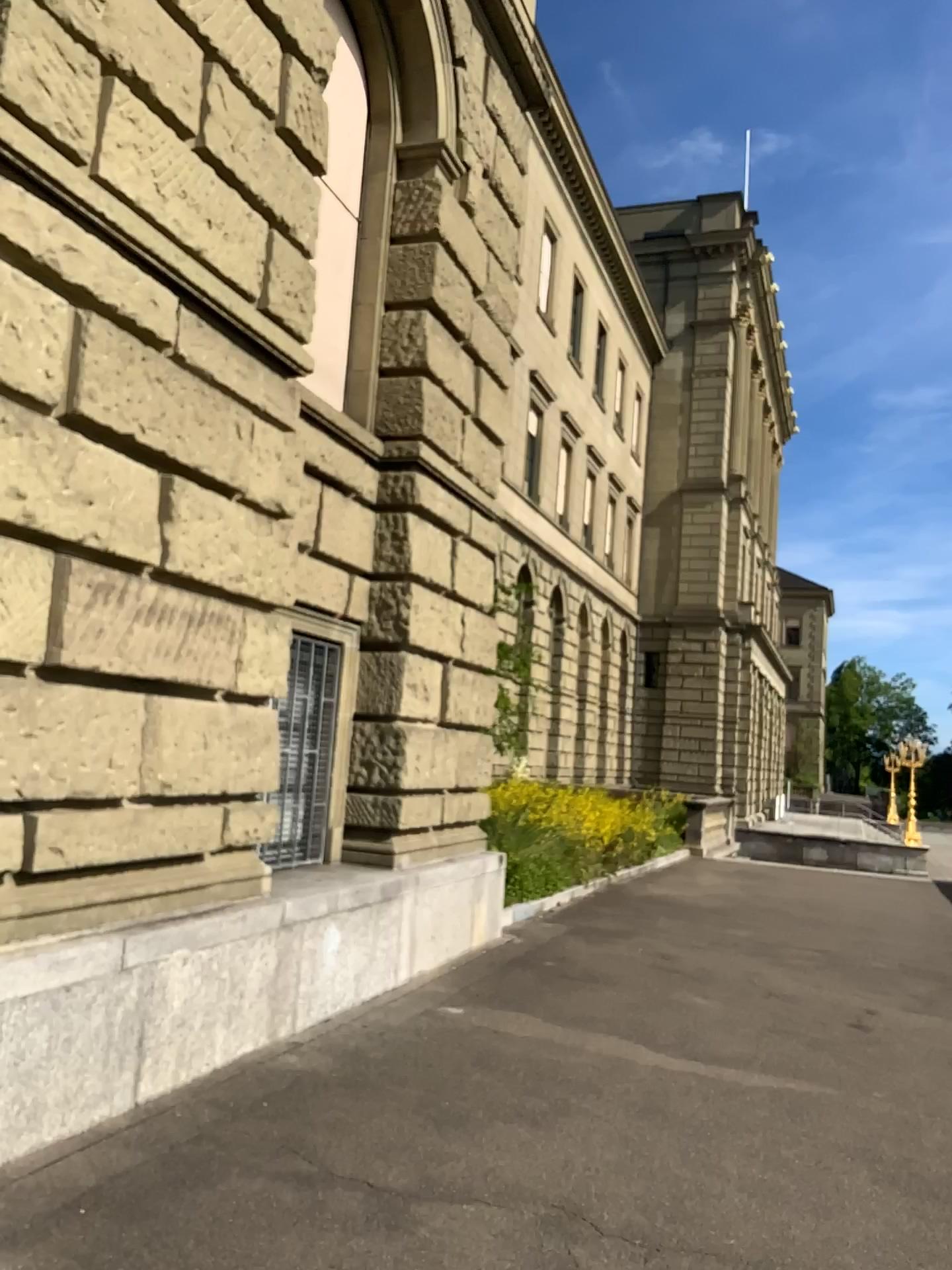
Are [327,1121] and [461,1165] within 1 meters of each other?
yes
